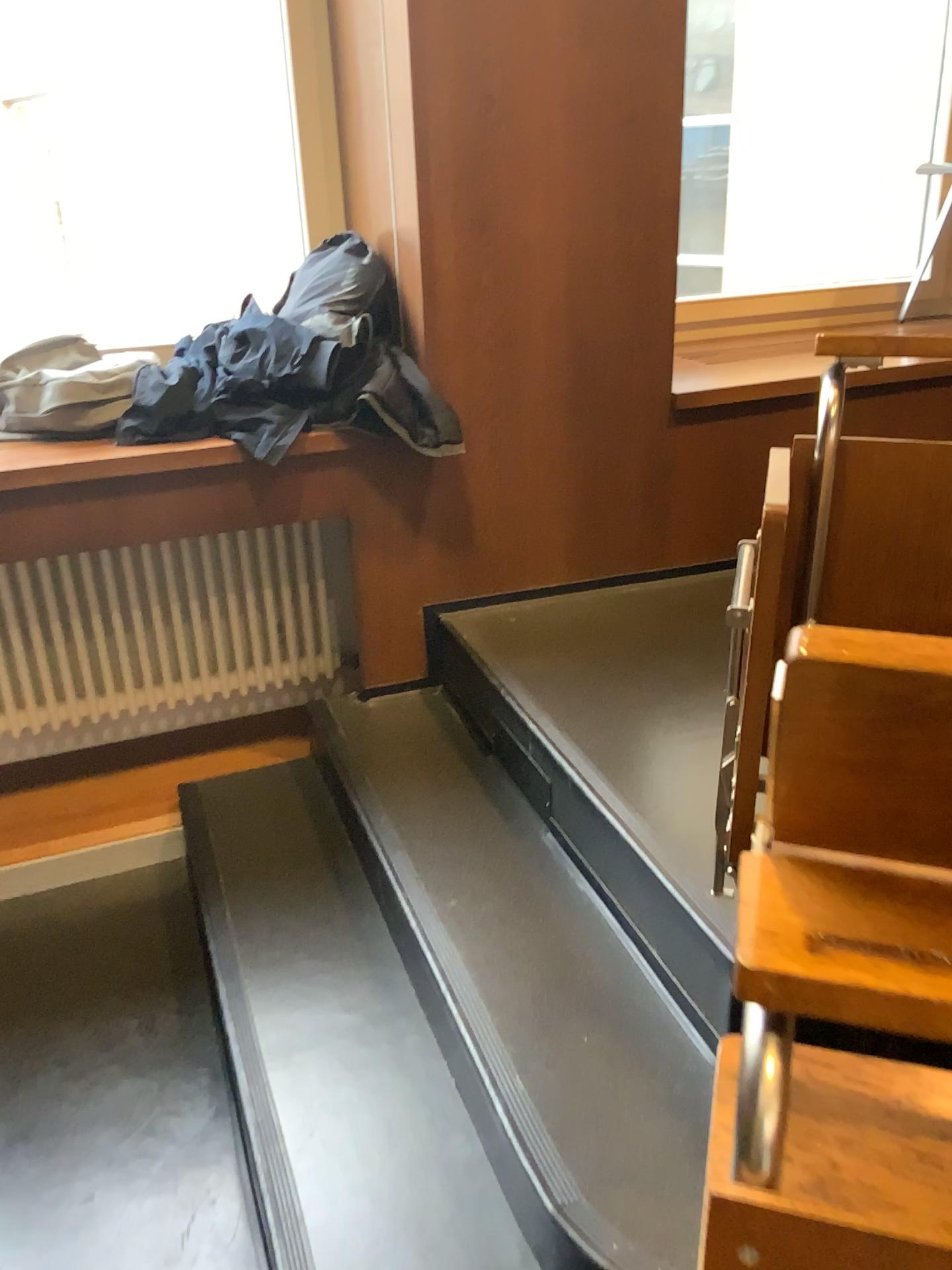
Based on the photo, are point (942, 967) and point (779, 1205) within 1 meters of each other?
yes

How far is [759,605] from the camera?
1.07m

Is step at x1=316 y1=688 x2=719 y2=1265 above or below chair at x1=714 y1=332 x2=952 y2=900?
below

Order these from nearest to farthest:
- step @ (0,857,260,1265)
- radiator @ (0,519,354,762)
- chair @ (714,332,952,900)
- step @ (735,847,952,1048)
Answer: step @ (735,847,952,1048)
chair @ (714,332,952,900)
step @ (0,857,260,1265)
radiator @ (0,519,354,762)

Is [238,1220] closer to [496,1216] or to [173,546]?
[496,1216]

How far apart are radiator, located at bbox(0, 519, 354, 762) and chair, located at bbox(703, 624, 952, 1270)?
2.00m

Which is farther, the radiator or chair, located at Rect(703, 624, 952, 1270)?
the radiator

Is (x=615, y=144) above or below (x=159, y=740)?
above

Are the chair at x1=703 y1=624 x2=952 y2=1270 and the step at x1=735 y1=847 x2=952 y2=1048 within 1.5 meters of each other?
yes

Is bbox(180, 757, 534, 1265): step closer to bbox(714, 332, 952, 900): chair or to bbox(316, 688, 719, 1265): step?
bbox(316, 688, 719, 1265): step
